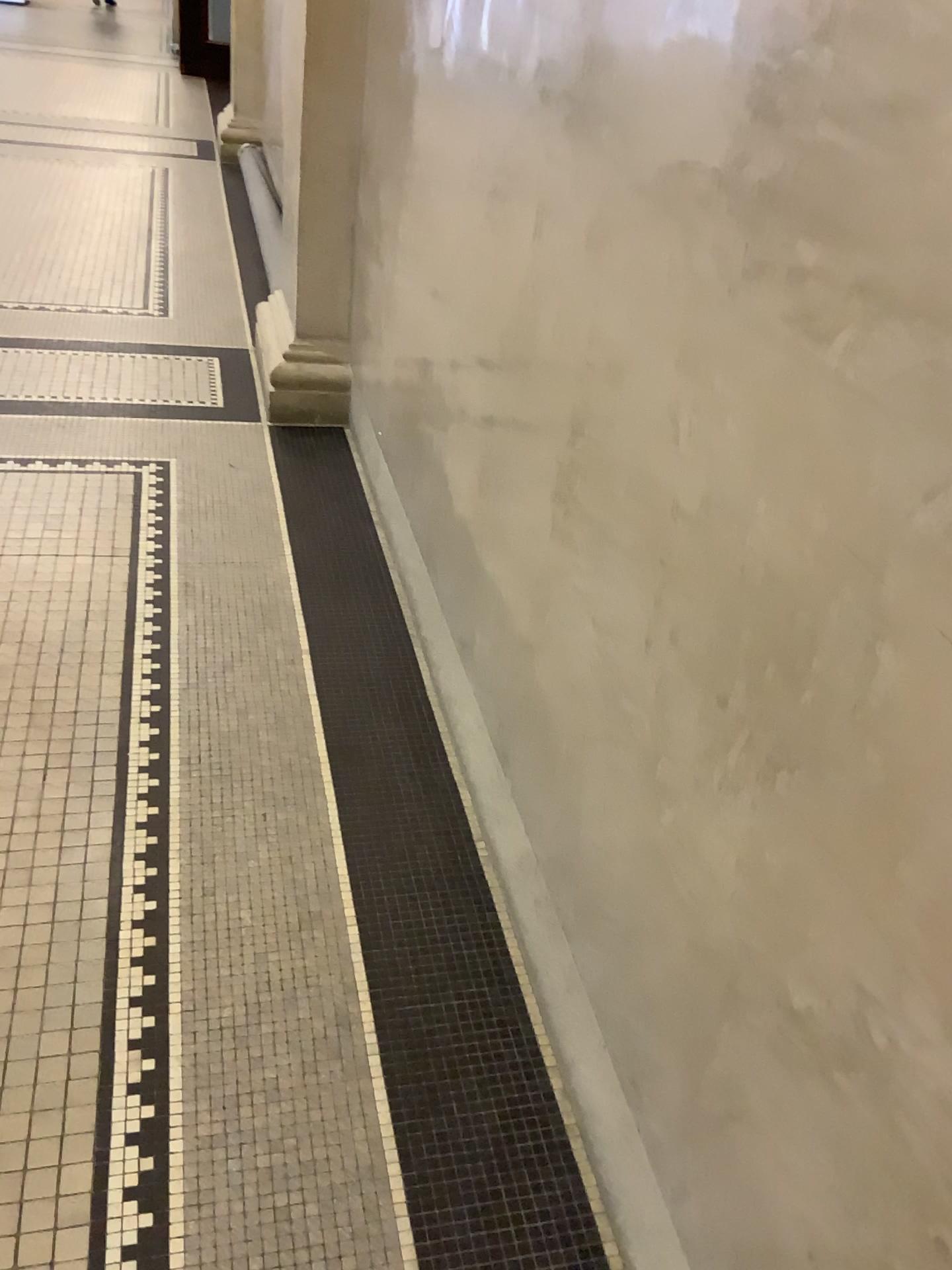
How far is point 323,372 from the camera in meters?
3.6

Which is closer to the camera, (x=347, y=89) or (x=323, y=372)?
(x=347, y=89)

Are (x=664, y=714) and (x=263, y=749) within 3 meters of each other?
yes

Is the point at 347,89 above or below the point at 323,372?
above

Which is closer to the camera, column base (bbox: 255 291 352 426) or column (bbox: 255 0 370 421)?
column (bbox: 255 0 370 421)

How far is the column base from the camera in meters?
3.6
